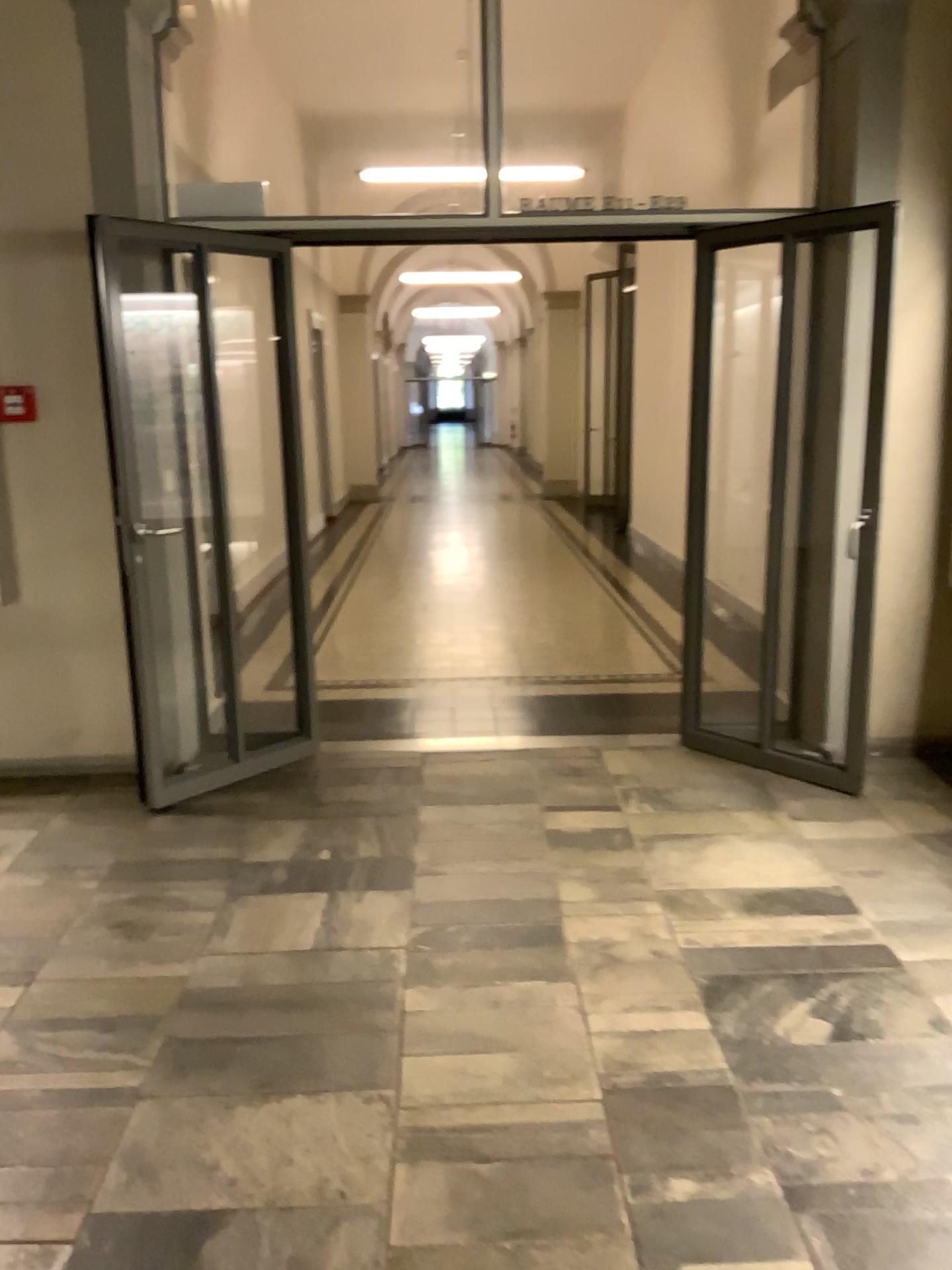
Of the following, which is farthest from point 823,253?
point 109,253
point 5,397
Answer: point 5,397

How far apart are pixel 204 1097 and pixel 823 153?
3.8 meters

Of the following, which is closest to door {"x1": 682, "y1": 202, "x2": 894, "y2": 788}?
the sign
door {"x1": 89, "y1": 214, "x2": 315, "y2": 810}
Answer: door {"x1": 89, "y1": 214, "x2": 315, "y2": 810}

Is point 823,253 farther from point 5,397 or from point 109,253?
point 5,397

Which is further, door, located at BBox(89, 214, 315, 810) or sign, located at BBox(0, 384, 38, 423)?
sign, located at BBox(0, 384, 38, 423)

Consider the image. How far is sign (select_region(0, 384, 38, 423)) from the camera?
4.10m

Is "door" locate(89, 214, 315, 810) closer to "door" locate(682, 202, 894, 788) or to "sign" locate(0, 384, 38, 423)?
"sign" locate(0, 384, 38, 423)

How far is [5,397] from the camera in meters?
4.1 m
